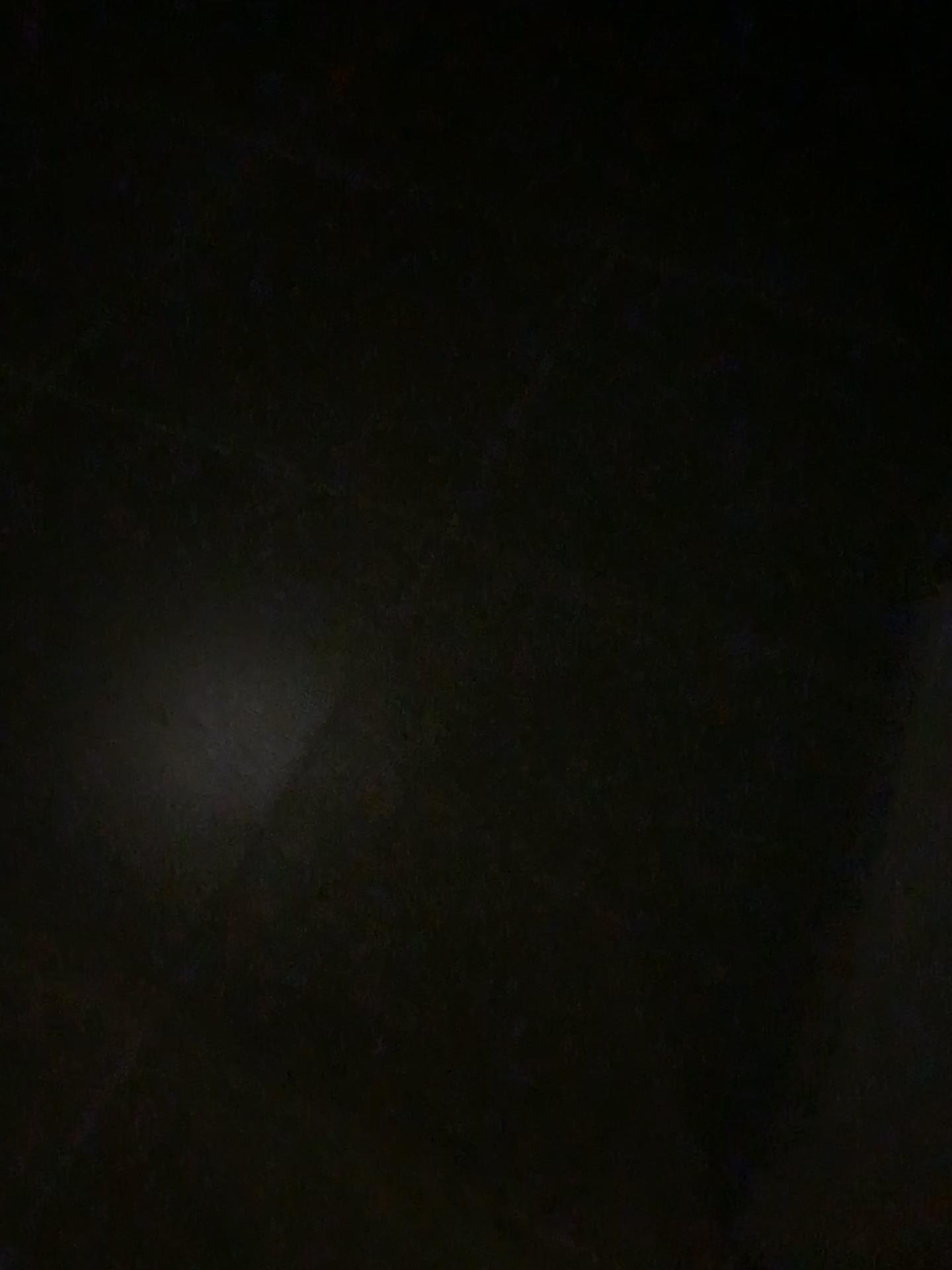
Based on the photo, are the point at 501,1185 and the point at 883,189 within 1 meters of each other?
no
